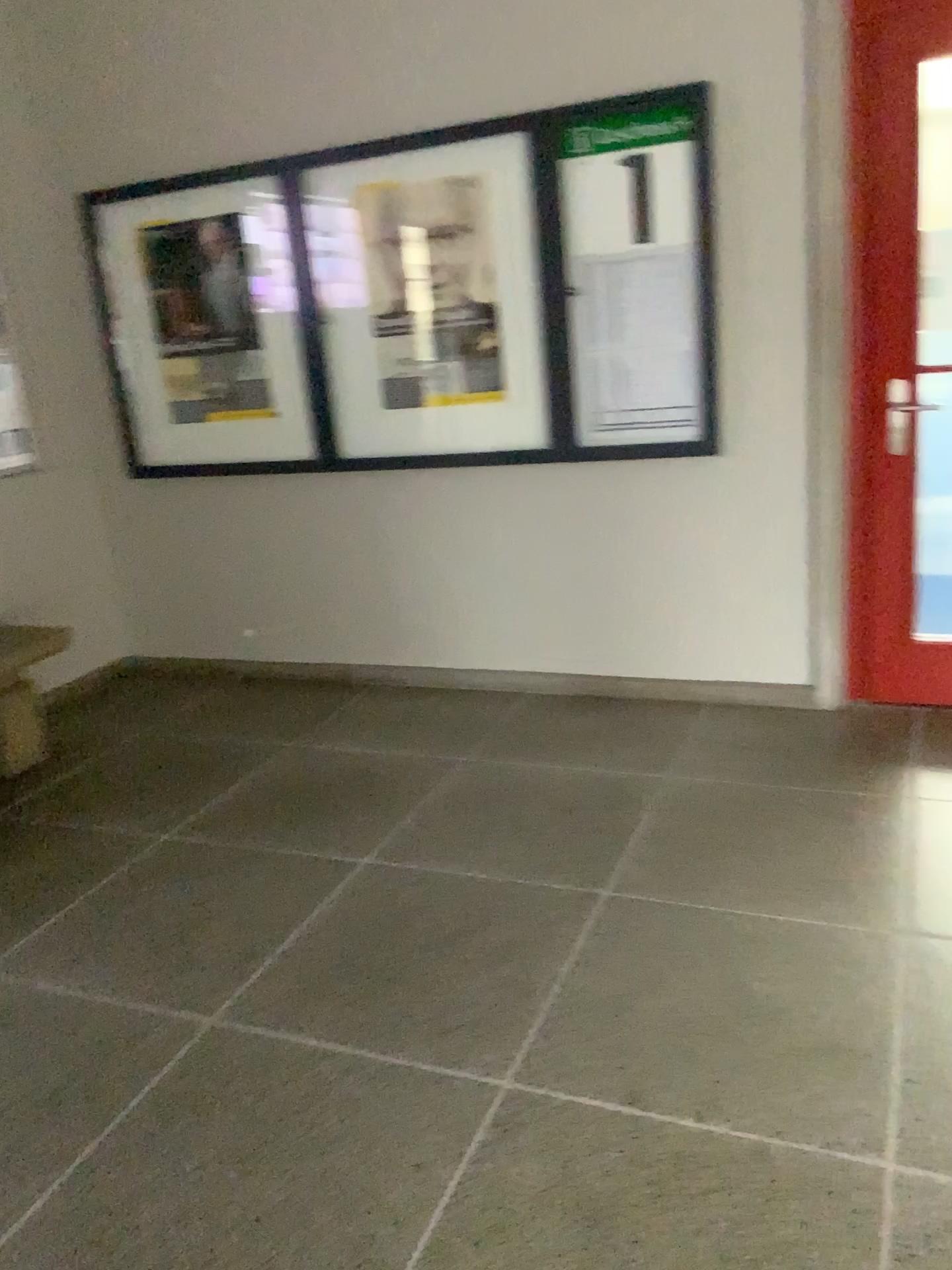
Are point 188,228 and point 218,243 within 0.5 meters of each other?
yes

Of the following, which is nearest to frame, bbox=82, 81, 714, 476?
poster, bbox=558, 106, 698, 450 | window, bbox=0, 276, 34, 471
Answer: poster, bbox=558, 106, 698, 450

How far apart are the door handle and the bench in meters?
3.0 m

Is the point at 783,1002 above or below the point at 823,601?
below

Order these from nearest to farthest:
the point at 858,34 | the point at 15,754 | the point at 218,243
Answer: the point at 858,34 → the point at 15,754 → the point at 218,243

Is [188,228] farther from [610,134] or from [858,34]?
[858,34]

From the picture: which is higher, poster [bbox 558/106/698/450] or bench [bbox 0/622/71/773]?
poster [bbox 558/106/698/450]

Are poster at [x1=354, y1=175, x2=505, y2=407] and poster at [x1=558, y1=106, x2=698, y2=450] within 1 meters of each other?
yes

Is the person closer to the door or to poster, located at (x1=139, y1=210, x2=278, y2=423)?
poster, located at (x1=139, y1=210, x2=278, y2=423)

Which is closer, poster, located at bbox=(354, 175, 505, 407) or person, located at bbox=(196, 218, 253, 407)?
poster, located at bbox=(354, 175, 505, 407)
